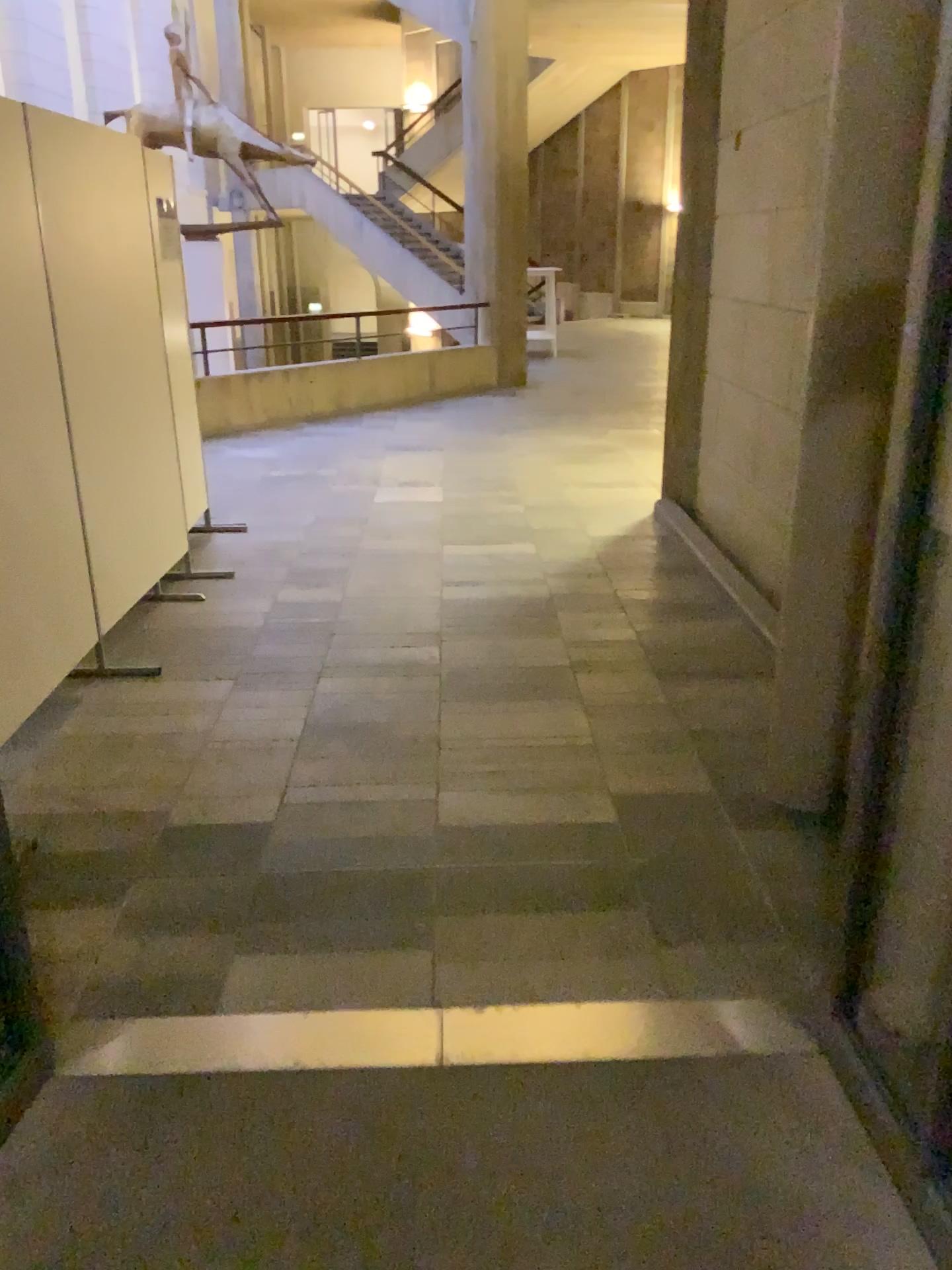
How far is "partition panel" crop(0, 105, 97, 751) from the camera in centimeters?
320cm

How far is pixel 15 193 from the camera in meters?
3.2

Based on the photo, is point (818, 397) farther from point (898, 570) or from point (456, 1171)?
point (456, 1171)
